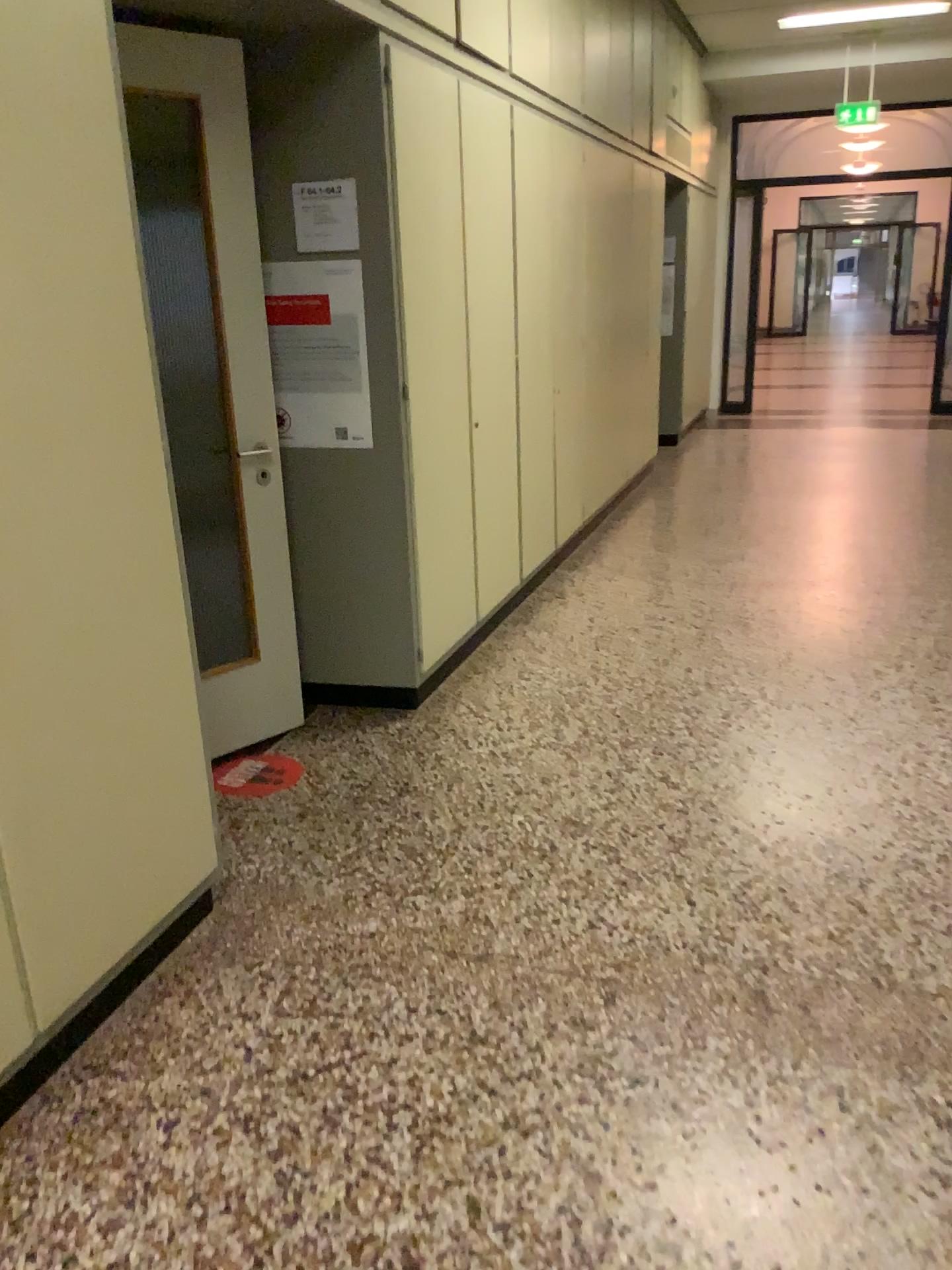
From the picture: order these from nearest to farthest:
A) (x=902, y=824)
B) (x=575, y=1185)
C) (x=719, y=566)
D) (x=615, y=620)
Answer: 1. (x=575, y=1185)
2. (x=902, y=824)
3. (x=615, y=620)
4. (x=719, y=566)

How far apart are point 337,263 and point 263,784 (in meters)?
1.66

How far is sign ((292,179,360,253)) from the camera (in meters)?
3.25

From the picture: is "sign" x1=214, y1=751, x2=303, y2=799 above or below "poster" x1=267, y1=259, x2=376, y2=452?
below

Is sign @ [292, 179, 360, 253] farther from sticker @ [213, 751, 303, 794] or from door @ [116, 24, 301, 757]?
sticker @ [213, 751, 303, 794]

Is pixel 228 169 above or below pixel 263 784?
above

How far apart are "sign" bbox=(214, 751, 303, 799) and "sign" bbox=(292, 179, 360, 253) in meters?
1.7

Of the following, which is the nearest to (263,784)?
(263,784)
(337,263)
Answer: (263,784)

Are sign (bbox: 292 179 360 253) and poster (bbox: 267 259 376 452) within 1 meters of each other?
yes

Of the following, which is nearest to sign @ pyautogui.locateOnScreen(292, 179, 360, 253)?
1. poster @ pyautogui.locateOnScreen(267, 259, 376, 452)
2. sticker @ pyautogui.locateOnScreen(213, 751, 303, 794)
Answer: poster @ pyautogui.locateOnScreen(267, 259, 376, 452)
